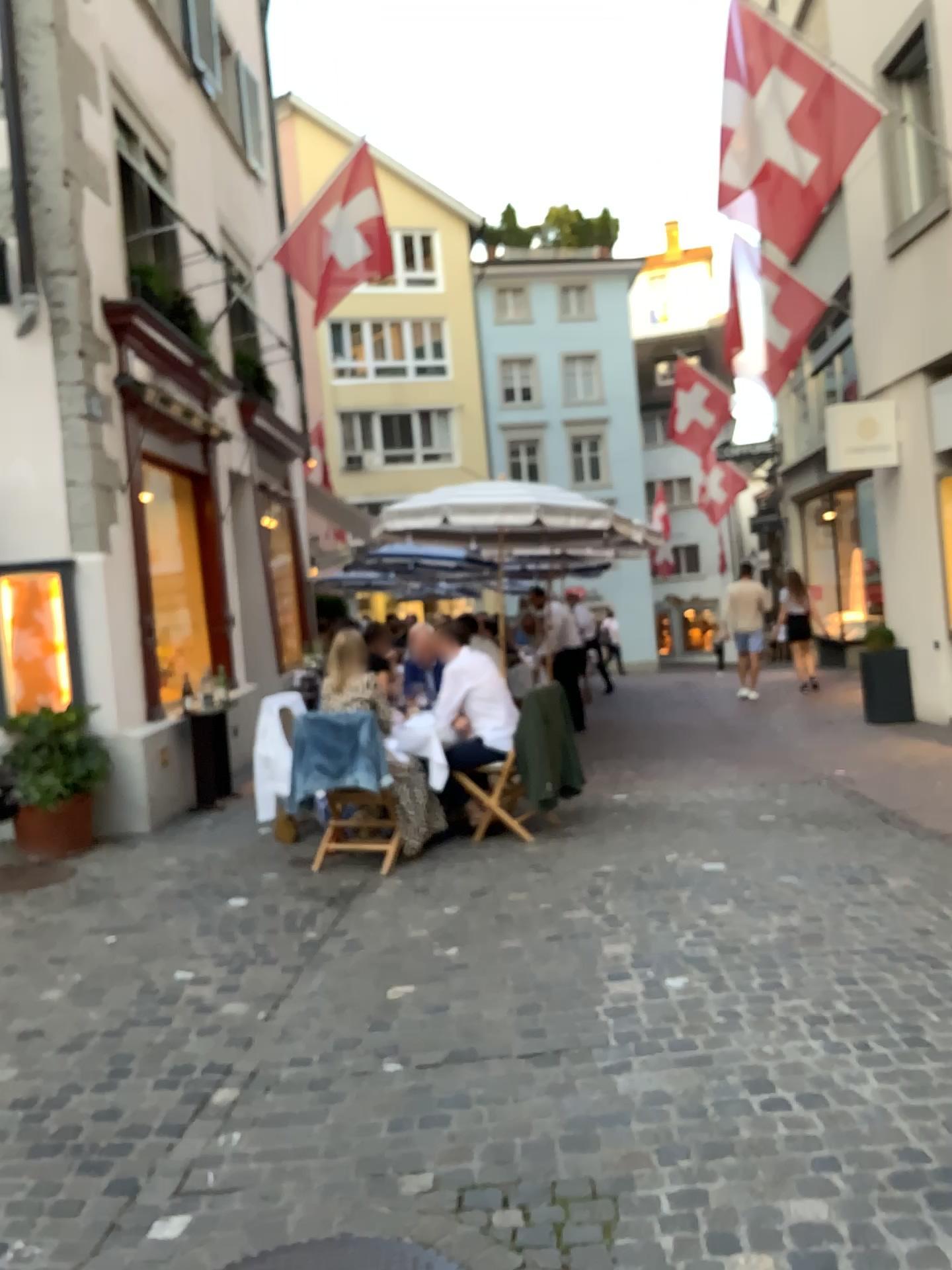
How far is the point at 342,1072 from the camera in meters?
3.3 m
